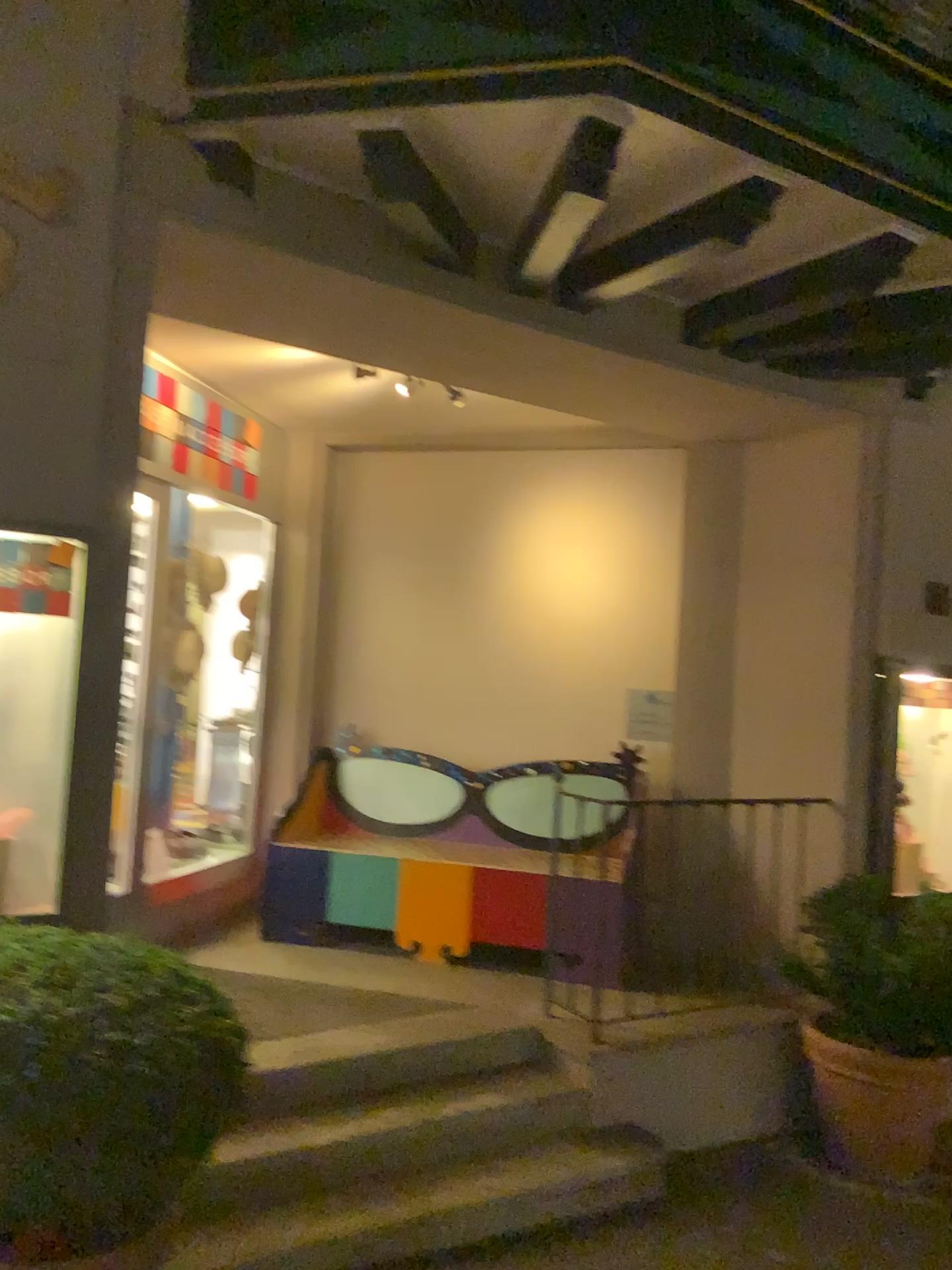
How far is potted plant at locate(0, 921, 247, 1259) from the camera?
1.9m

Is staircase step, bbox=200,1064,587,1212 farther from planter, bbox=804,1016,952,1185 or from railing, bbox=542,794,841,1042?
planter, bbox=804,1016,952,1185

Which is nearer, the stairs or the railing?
the stairs

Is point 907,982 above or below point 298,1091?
above

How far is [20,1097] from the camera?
1.9m

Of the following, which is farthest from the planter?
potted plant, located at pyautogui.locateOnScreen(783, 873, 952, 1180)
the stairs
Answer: the stairs

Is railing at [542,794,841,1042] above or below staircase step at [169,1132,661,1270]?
above

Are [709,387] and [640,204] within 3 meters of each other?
yes

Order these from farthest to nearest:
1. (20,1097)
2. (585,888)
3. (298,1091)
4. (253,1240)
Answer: (585,888), (298,1091), (253,1240), (20,1097)

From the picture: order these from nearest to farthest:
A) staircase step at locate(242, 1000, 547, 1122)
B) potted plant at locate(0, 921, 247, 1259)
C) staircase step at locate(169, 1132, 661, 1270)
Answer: potted plant at locate(0, 921, 247, 1259) < staircase step at locate(169, 1132, 661, 1270) < staircase step at locate(242, 1000, 547, 1122)
